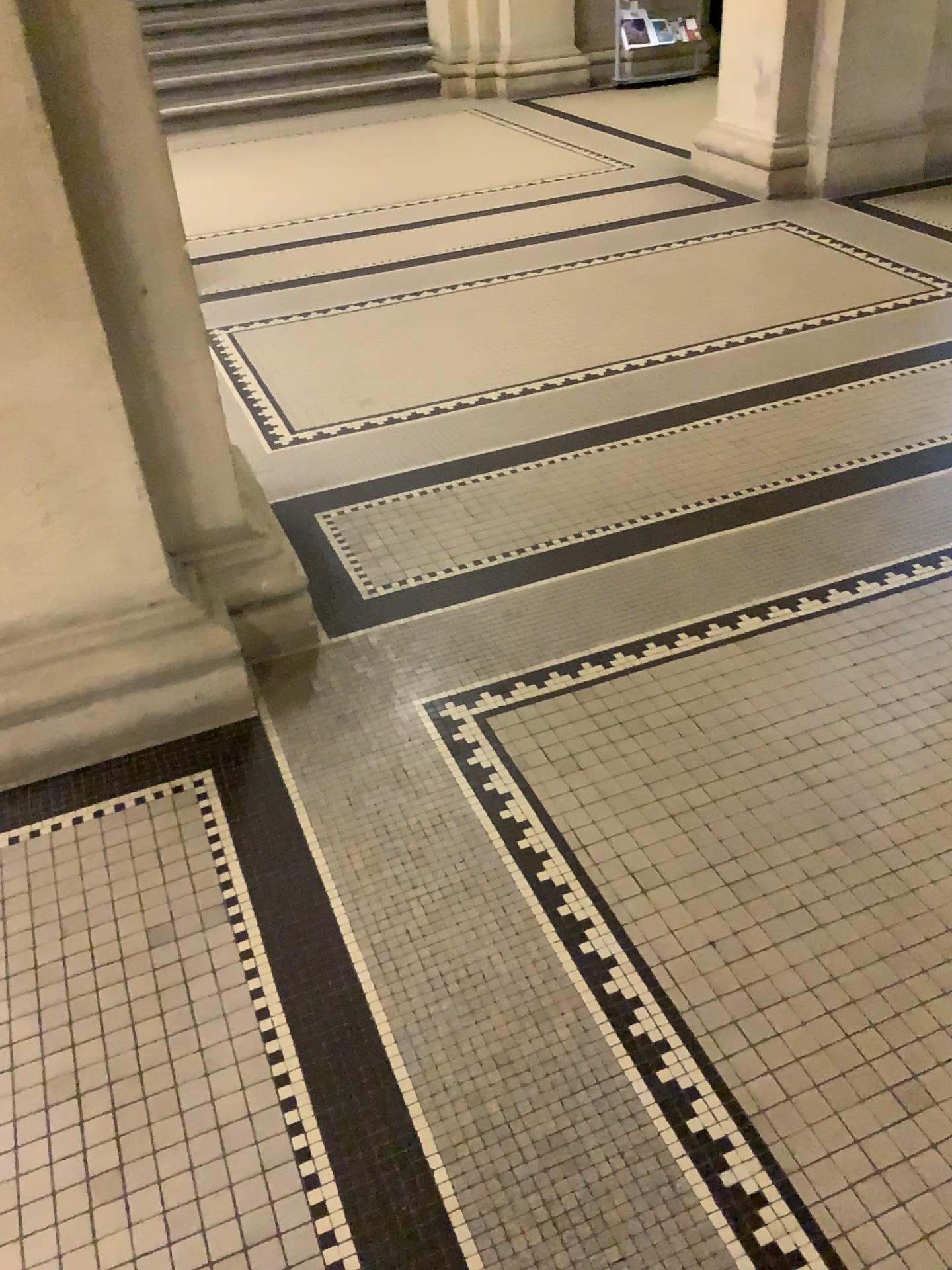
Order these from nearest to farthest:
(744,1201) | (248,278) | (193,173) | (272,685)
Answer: (744,1201) → (272,685) → (248,278) → (193,173)

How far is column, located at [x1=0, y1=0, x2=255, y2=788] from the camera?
1.74m

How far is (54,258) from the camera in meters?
1.7 m

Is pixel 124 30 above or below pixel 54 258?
above
